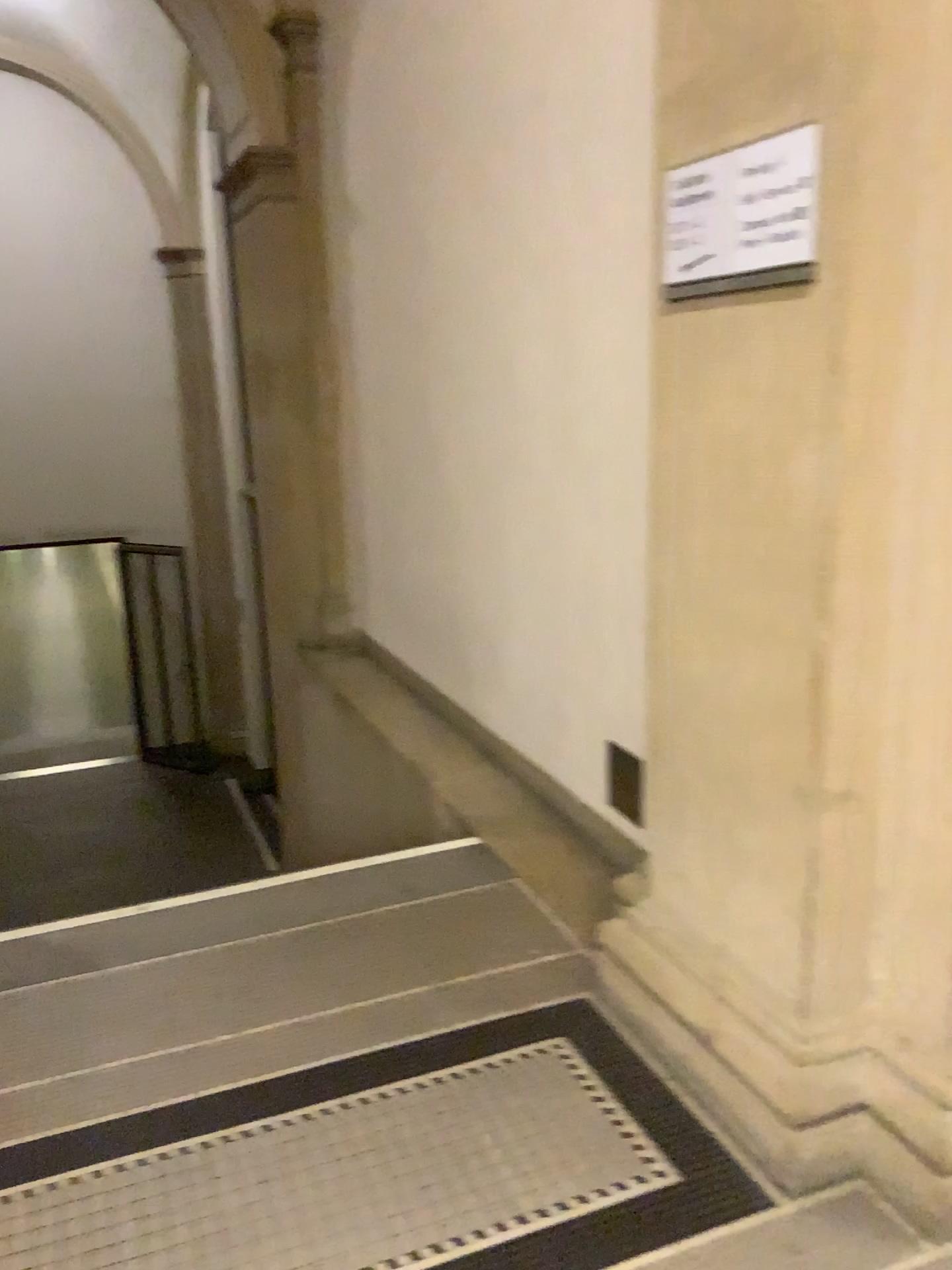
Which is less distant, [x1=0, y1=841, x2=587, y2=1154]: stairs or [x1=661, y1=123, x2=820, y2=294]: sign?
[x1=661, y1=123, x2=820, y2=294]: sign

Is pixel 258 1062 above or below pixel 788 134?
below

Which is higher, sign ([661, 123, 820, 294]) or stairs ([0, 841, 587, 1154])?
sign ([661, 123, 820, 294])

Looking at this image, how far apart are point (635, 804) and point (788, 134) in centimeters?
180cm

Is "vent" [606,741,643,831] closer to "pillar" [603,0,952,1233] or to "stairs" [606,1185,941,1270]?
"pillar" [603,0,952,1233]

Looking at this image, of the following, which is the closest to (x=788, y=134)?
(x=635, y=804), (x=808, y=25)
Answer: (x=808, y=25)

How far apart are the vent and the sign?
1.4m

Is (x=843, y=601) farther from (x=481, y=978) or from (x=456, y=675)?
(x=456, y=675)

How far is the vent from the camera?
3.0 meters

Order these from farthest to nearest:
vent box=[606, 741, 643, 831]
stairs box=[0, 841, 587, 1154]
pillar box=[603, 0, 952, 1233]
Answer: vent box=[606, 741, 643, 831] < stairs box=[0, 841, 587, 1154] < pillar box=[603, 0, 952, 1233]
